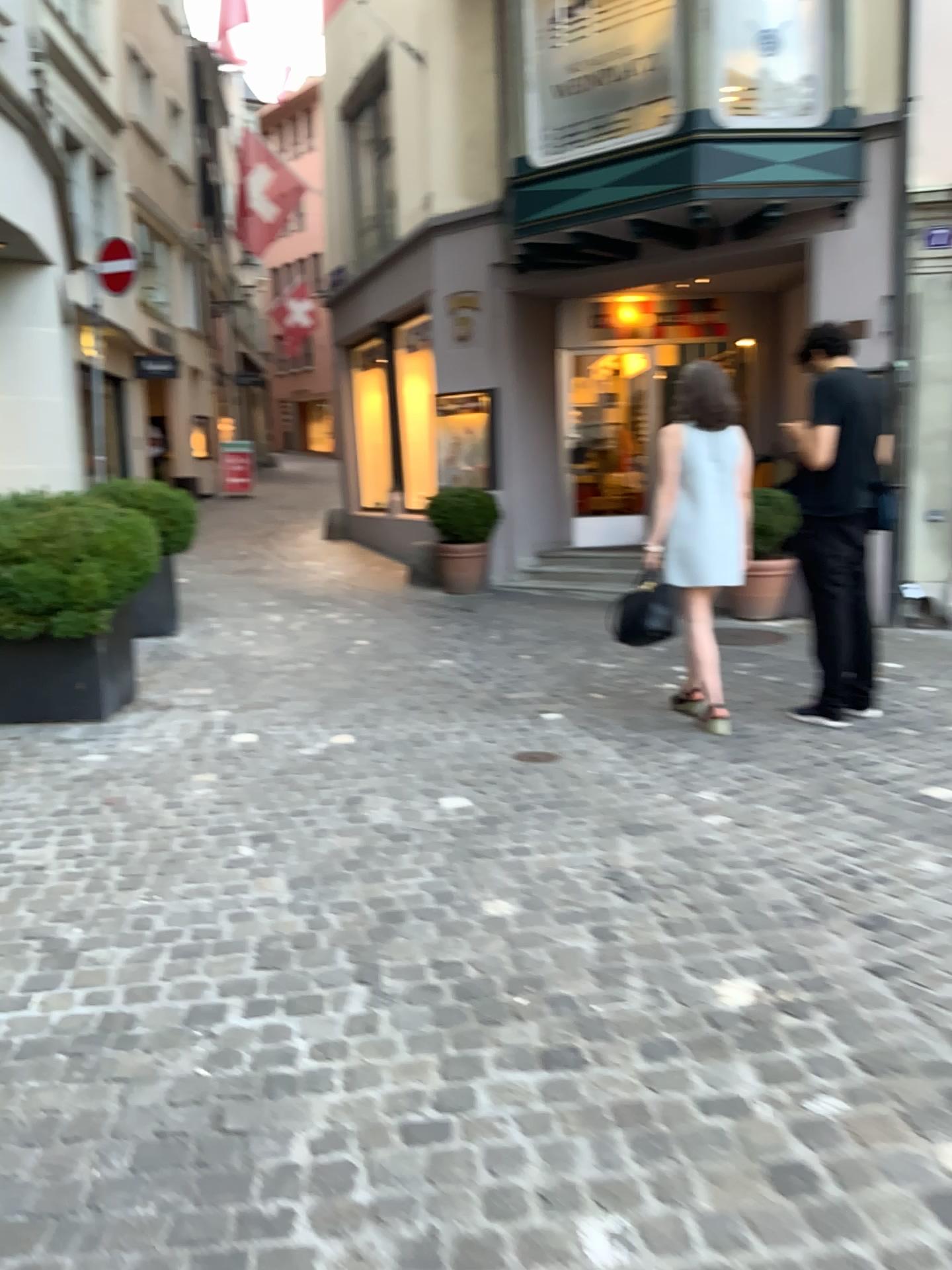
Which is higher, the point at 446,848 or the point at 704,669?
the point at 704,669
